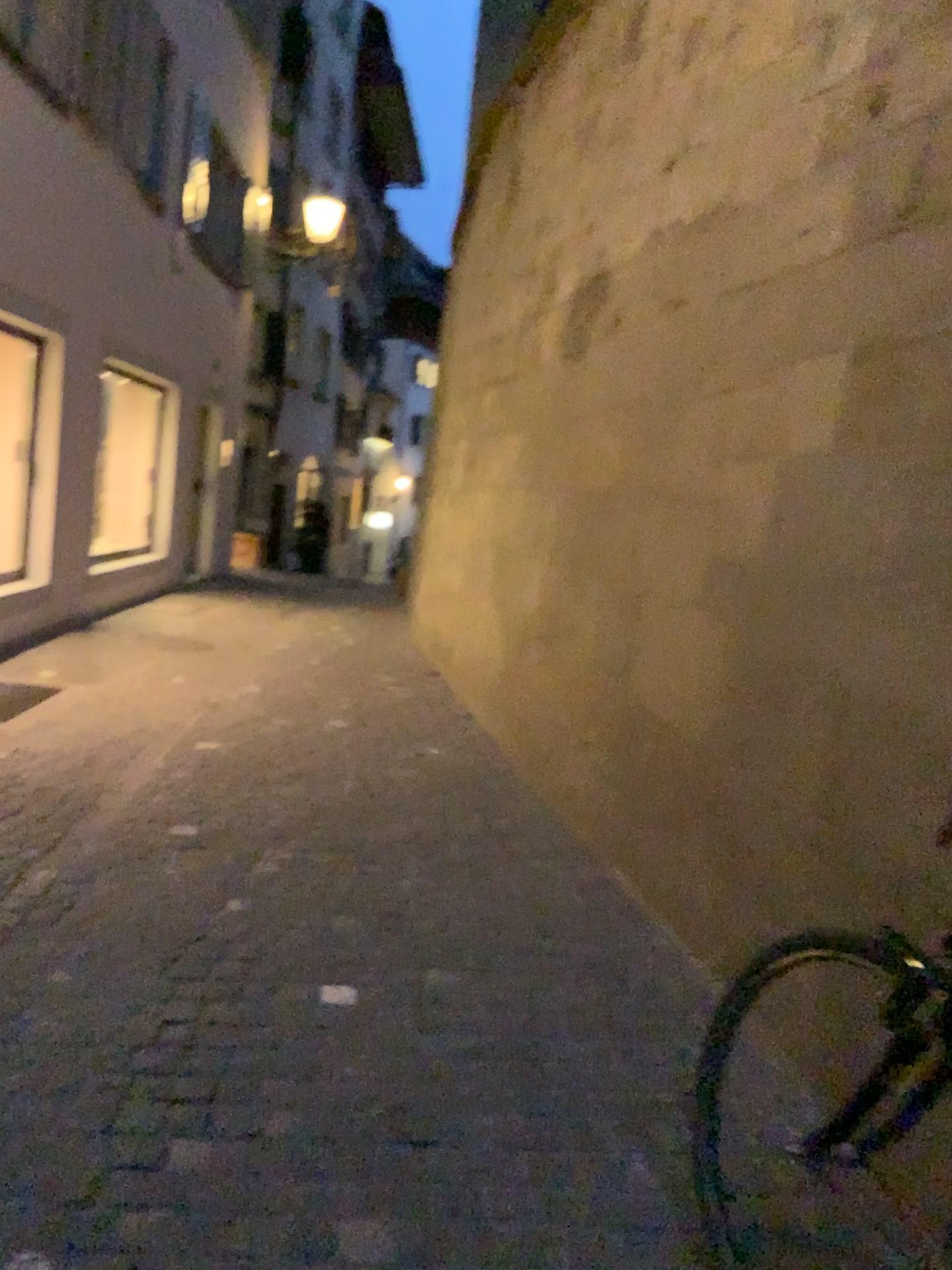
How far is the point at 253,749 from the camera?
5.09m
